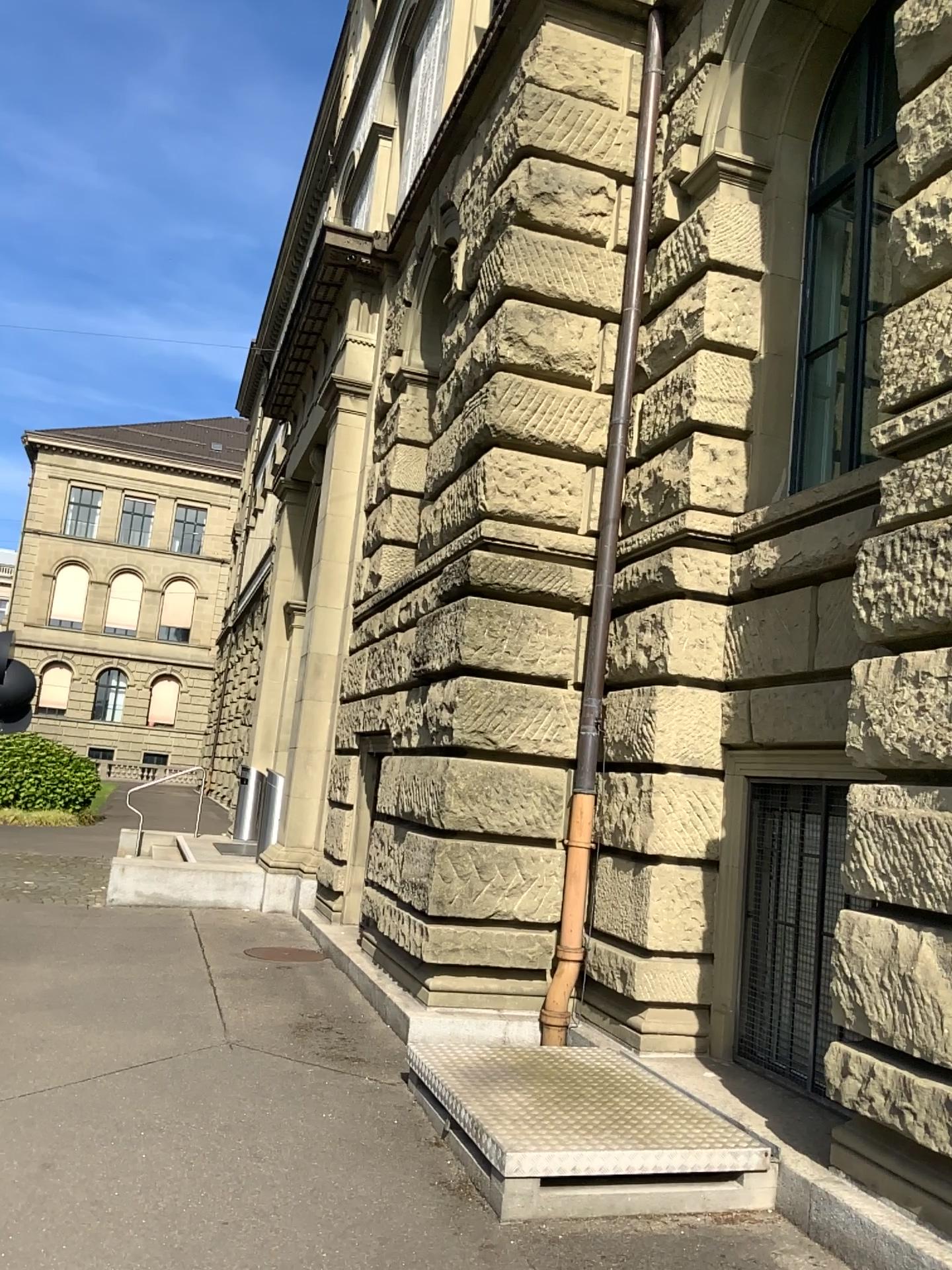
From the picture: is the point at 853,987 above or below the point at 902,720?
below
